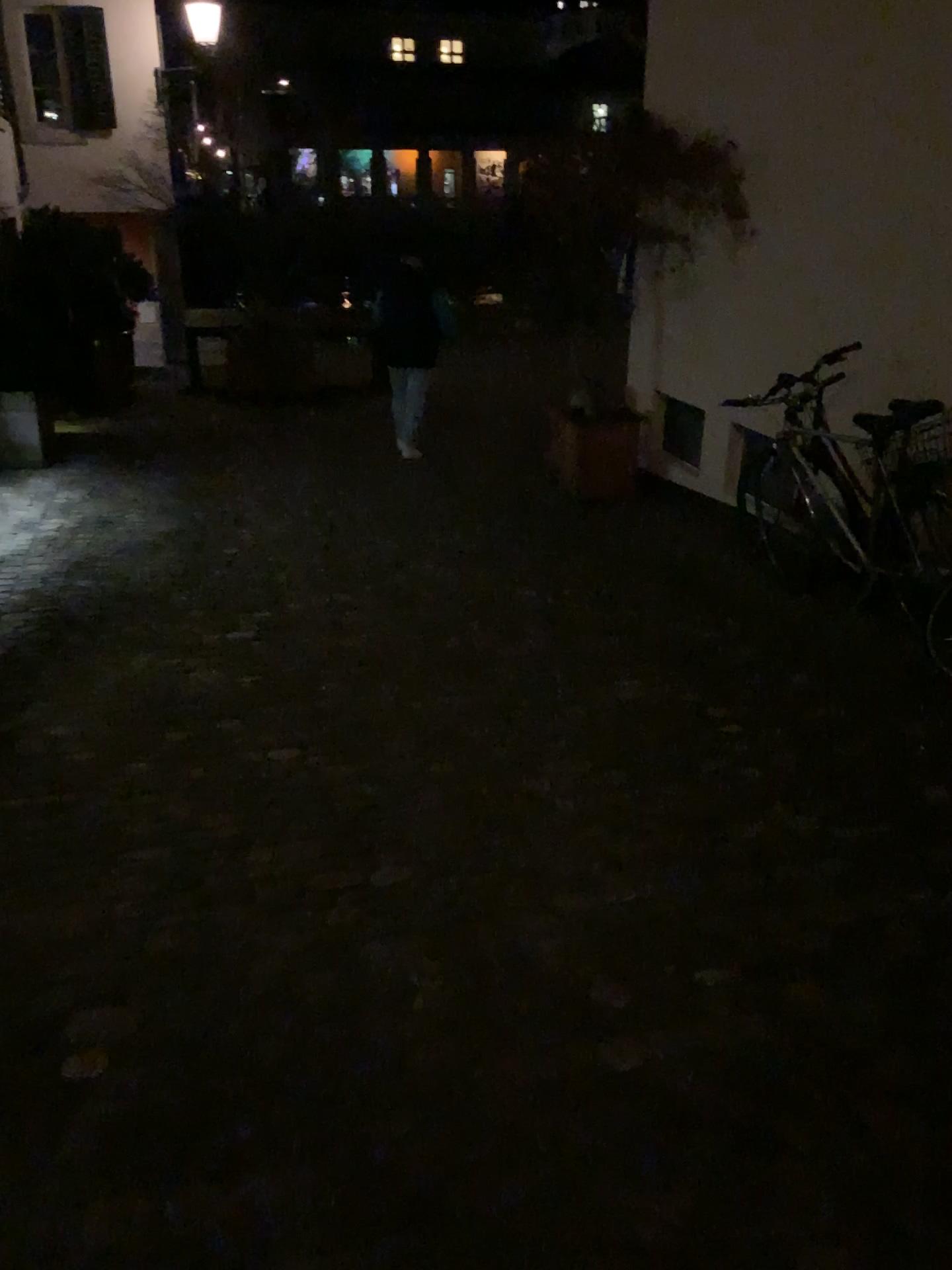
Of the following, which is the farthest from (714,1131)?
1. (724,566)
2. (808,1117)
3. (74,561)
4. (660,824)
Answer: (74,561)
